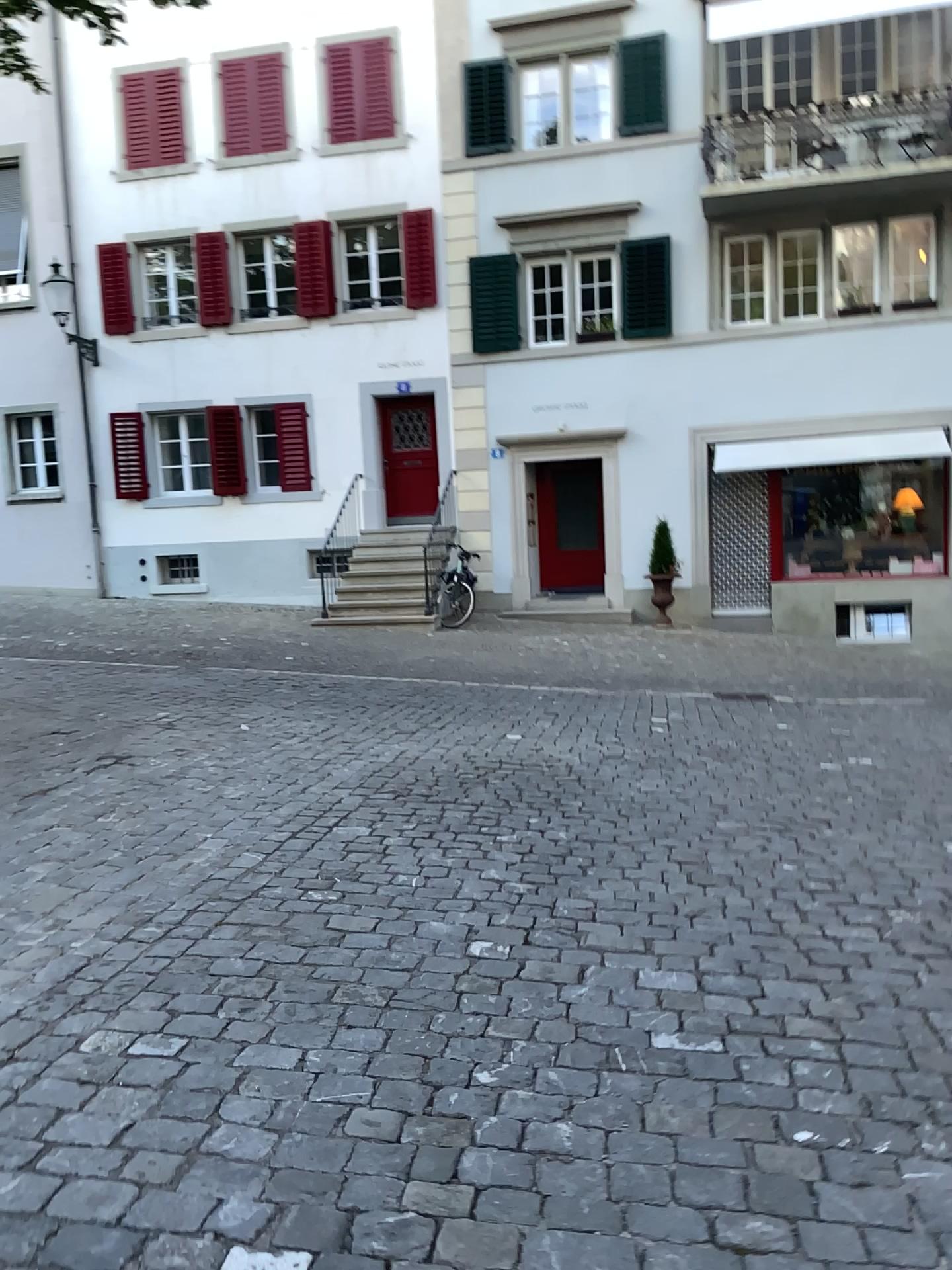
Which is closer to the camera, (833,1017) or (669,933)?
(833,1017)
